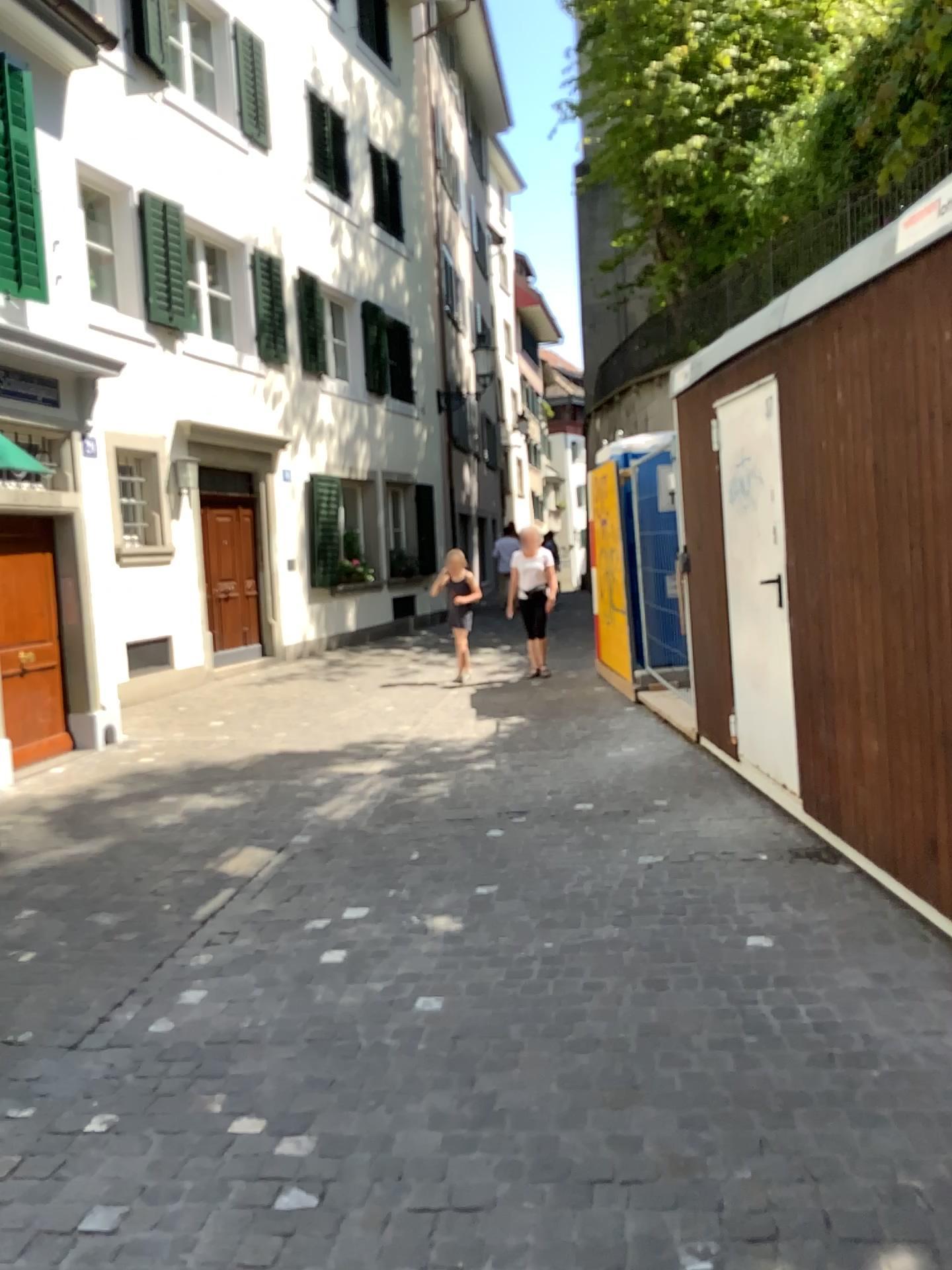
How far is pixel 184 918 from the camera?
4.5m
